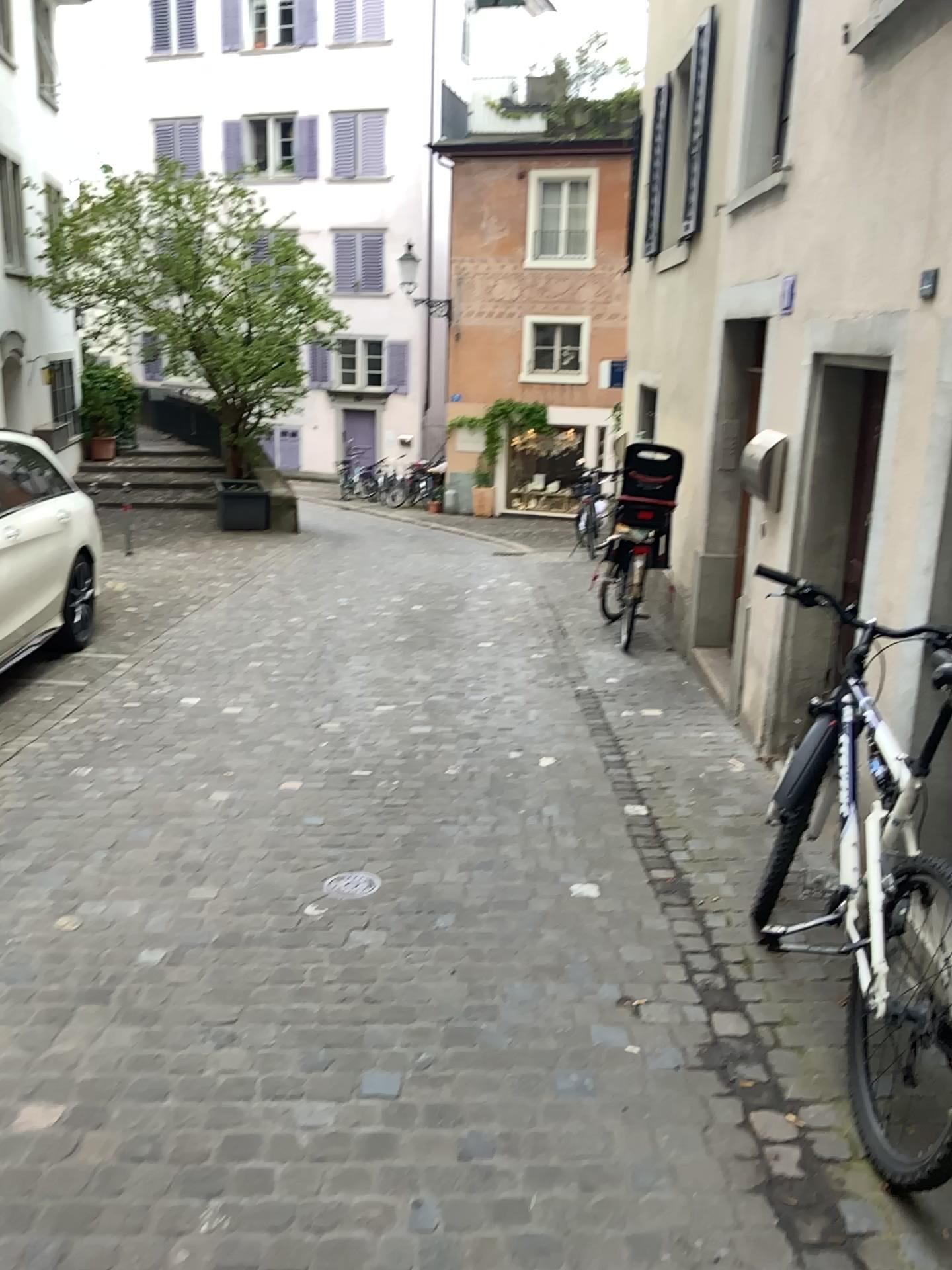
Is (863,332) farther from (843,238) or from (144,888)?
(144,888)

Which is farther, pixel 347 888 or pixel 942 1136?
pixel 347 888

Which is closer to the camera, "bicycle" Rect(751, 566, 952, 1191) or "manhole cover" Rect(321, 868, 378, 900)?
"bicycle" Rect(751, 566, 952, 1191)
